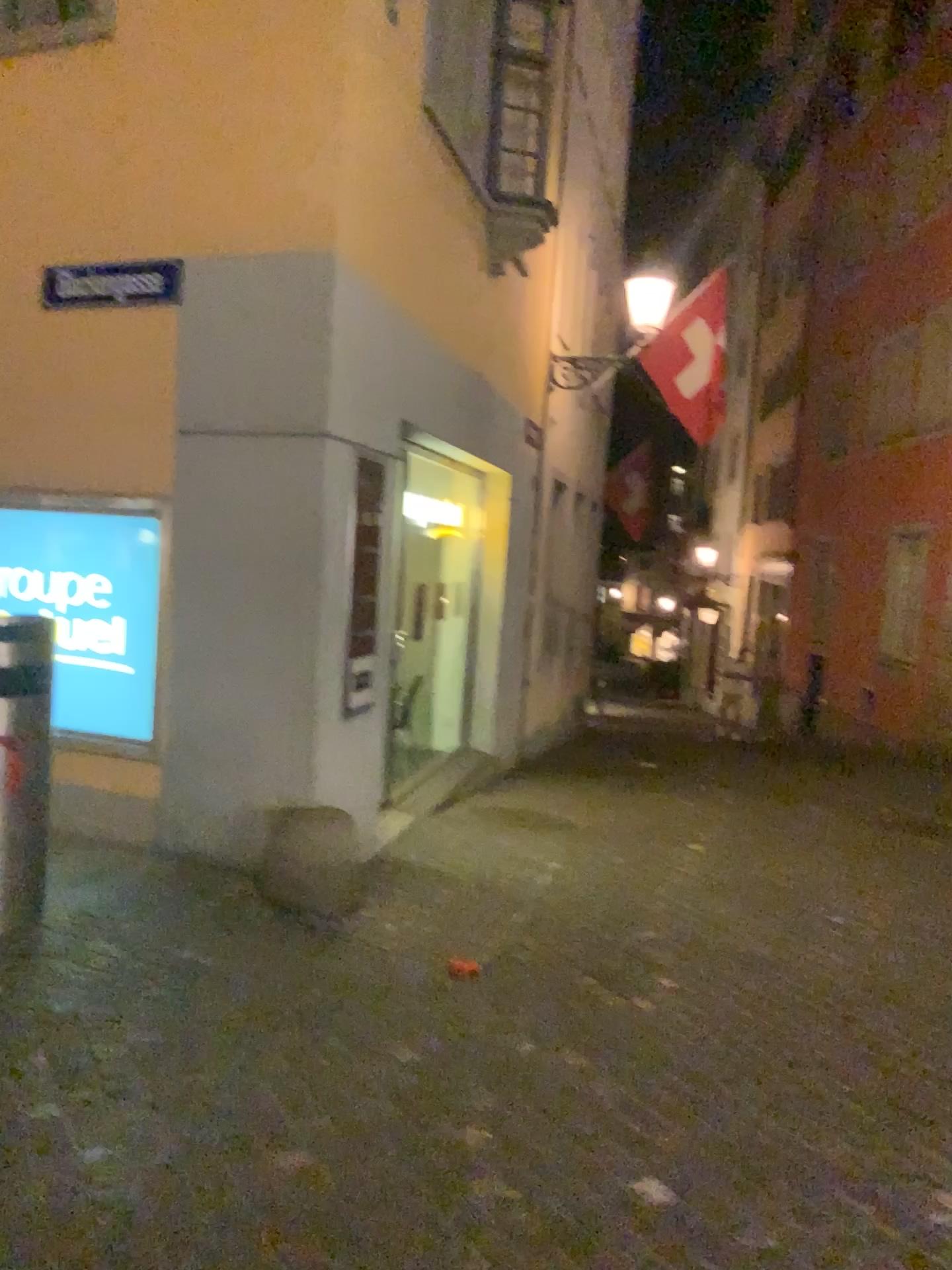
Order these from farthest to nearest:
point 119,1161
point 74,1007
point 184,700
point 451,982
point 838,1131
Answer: point 184,700 < point 451,982 < point 74,1007 < point 838,1131 < point 119,1161
